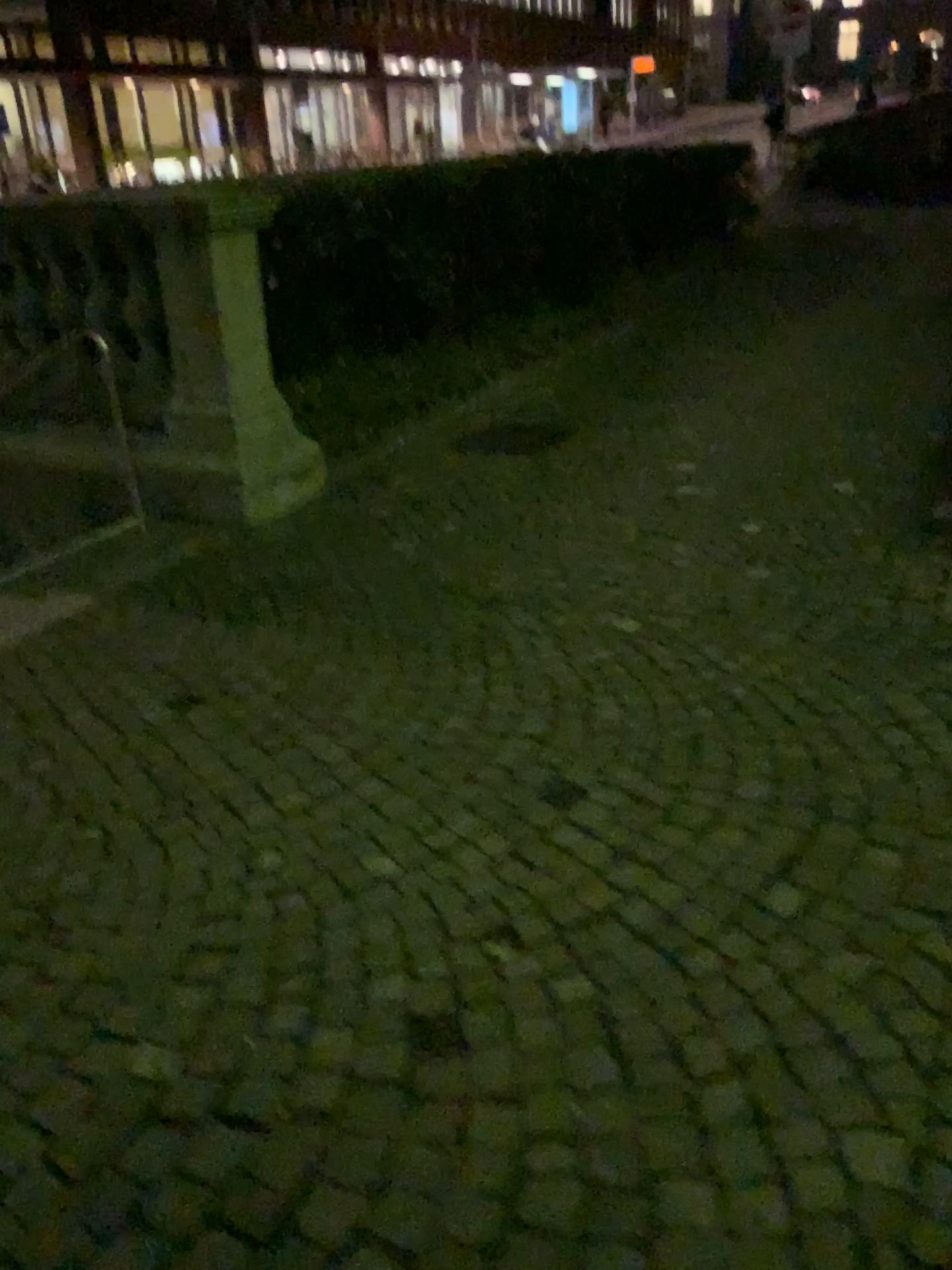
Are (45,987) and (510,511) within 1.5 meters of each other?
no
